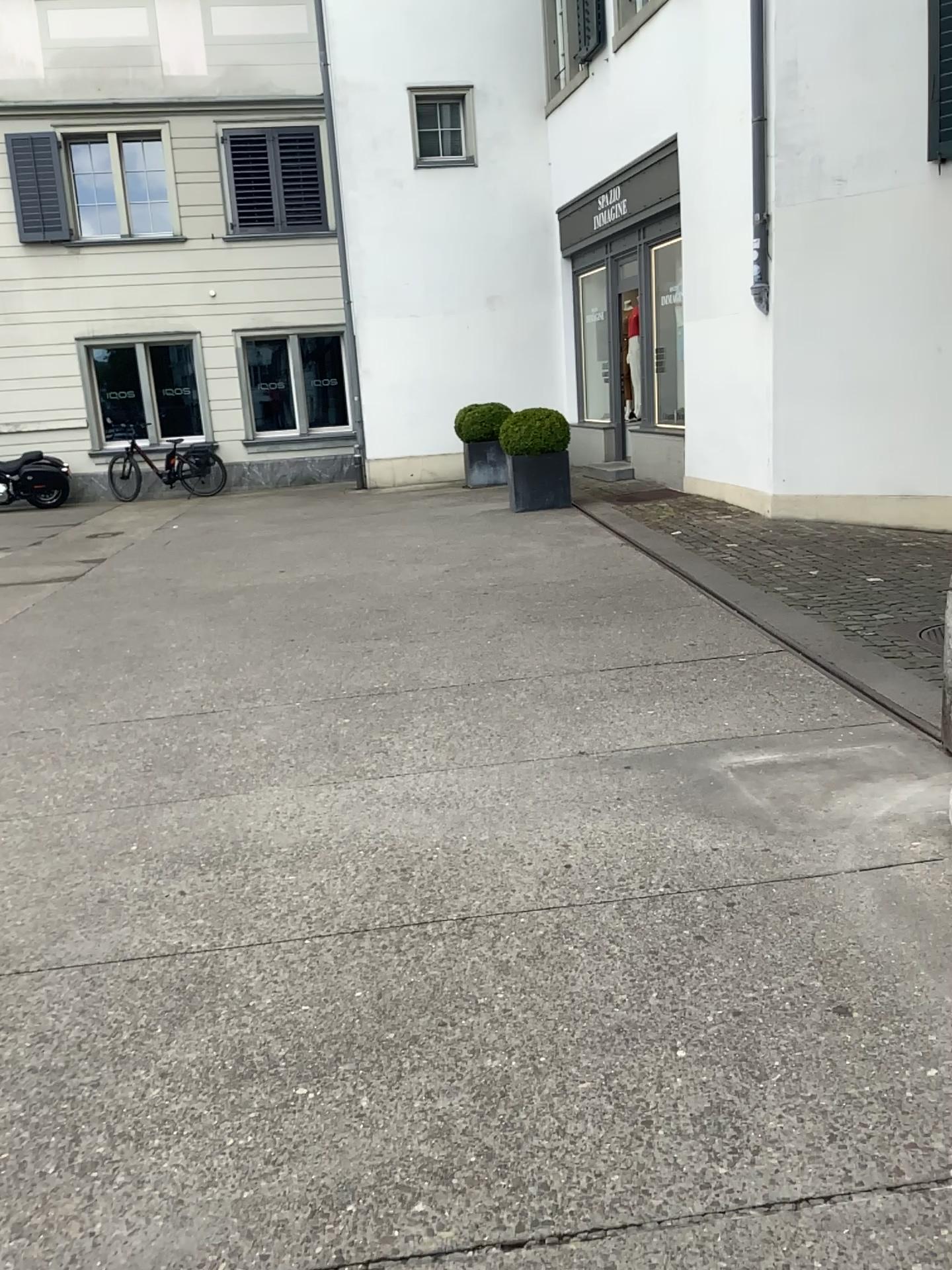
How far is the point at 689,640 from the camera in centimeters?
530cm
